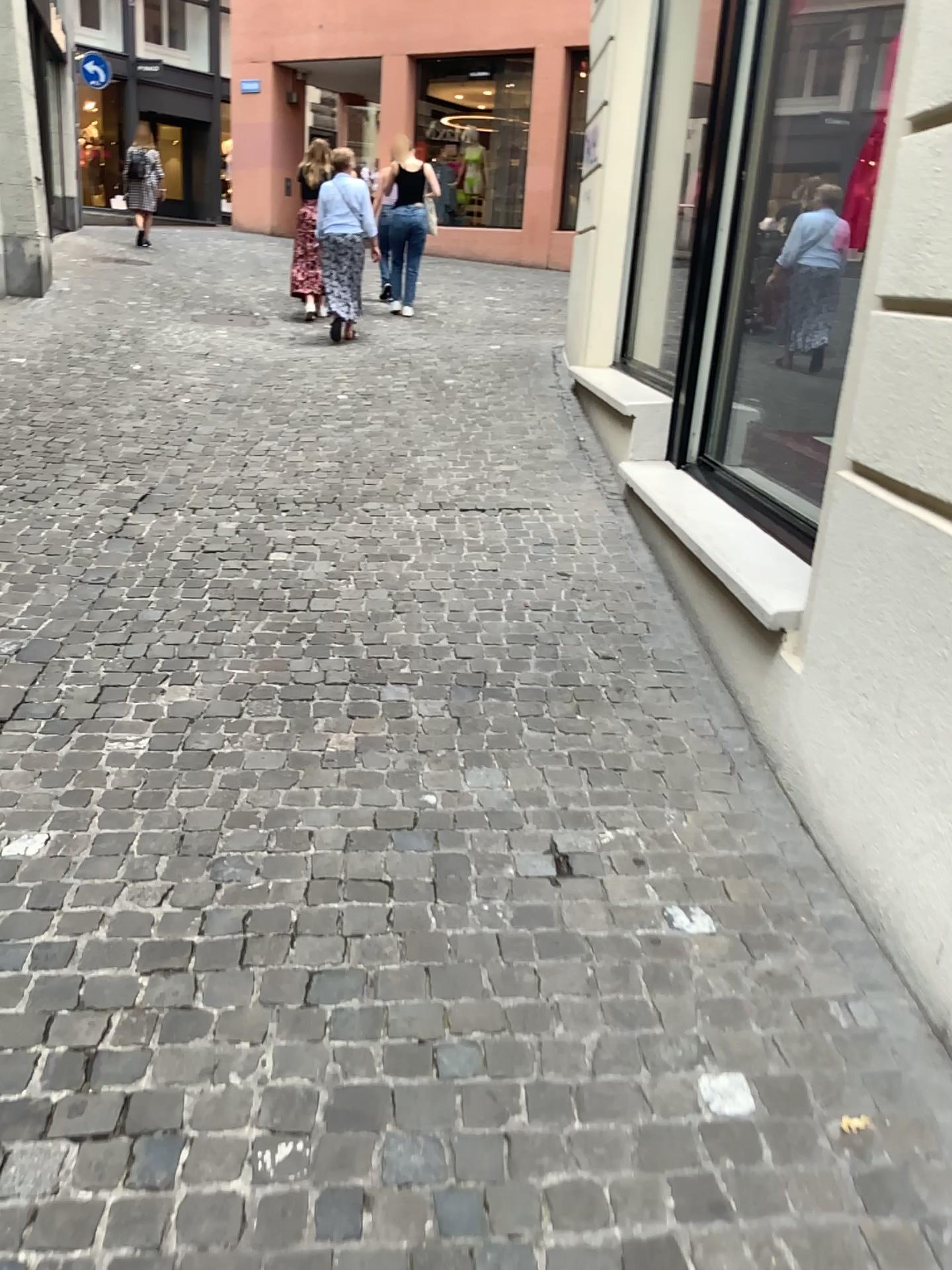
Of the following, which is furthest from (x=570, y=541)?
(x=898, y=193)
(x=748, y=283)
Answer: (x=898, y=193)
